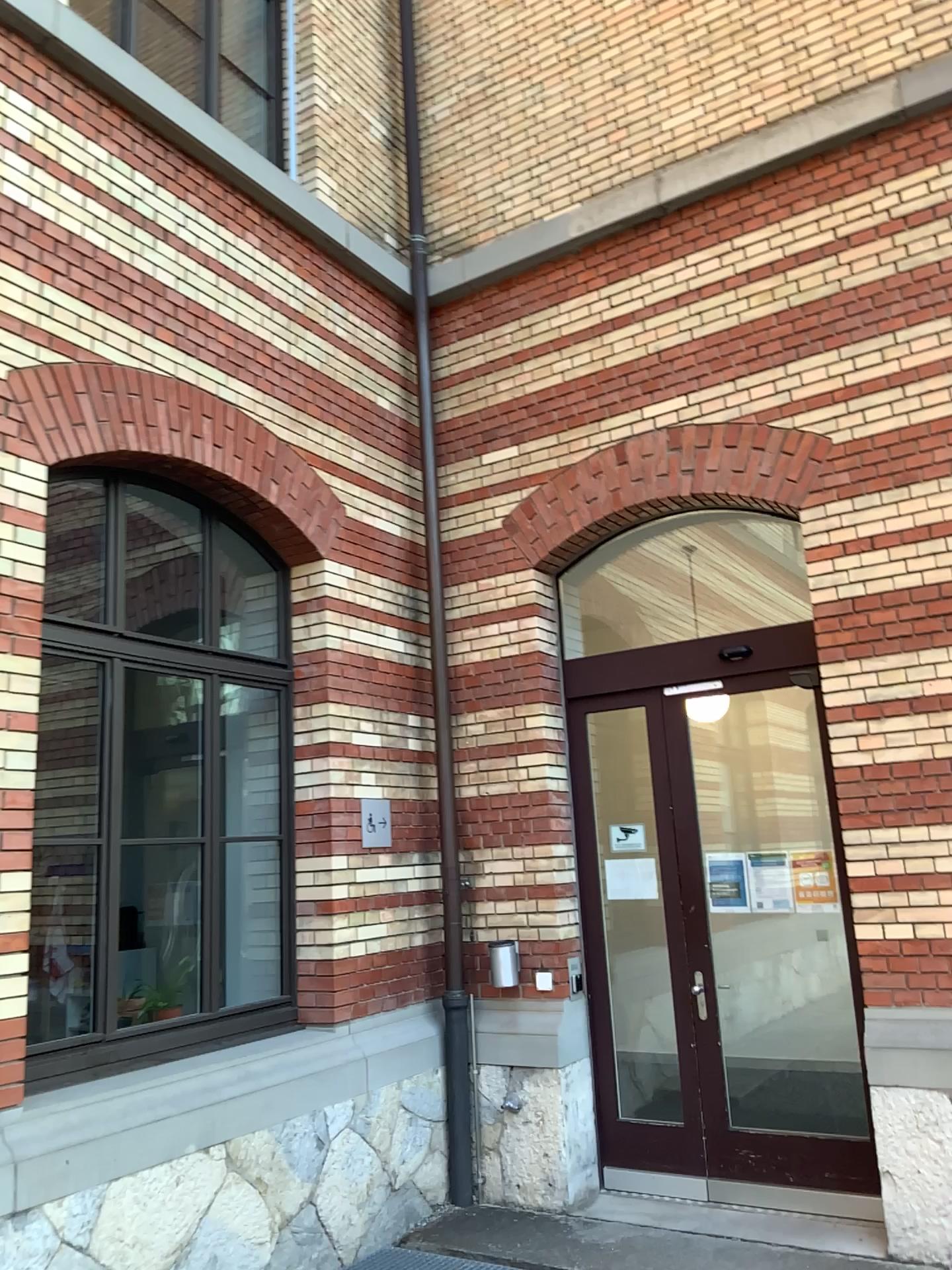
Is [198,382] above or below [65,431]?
above
